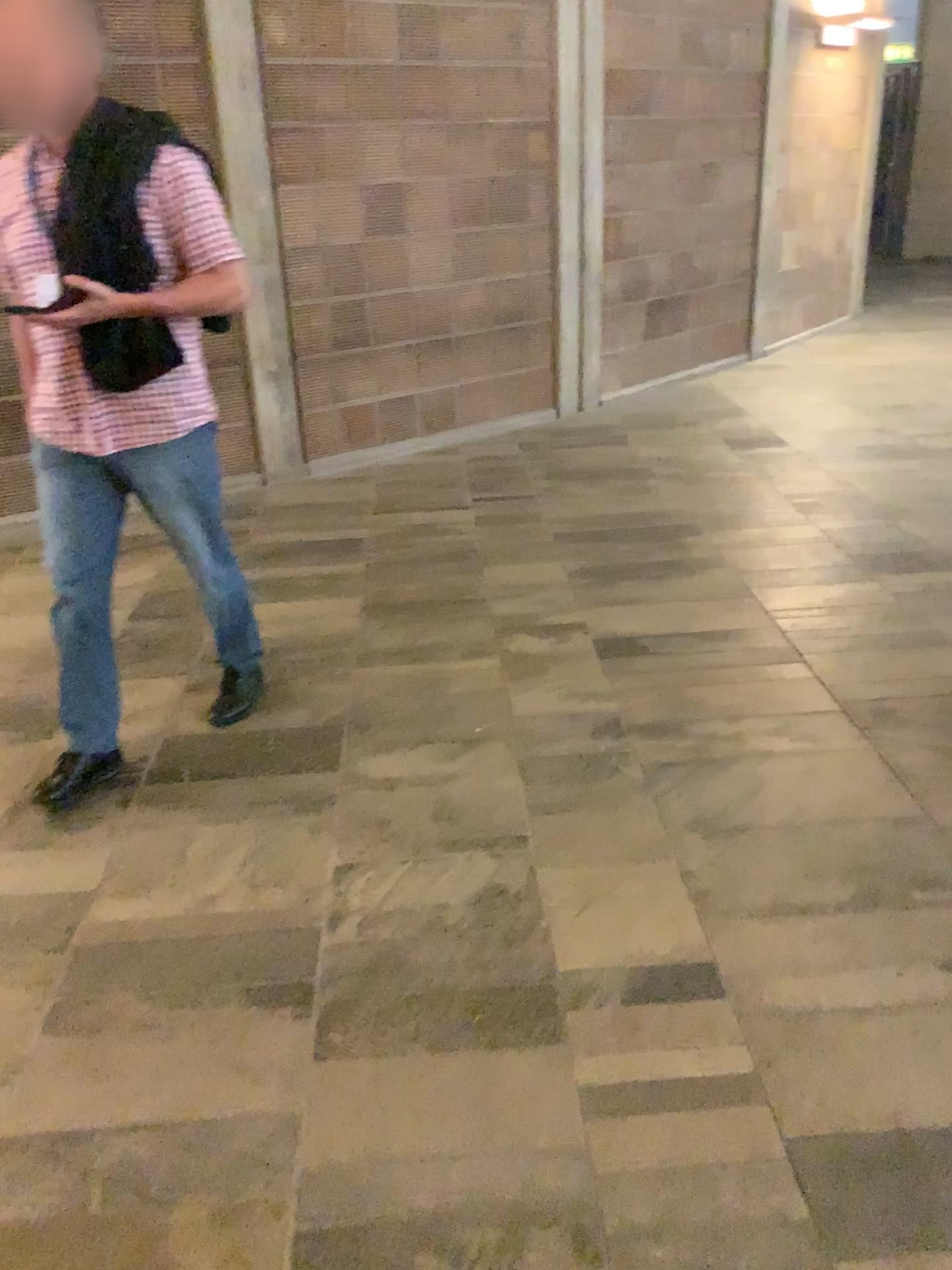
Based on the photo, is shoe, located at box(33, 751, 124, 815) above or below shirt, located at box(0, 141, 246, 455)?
below

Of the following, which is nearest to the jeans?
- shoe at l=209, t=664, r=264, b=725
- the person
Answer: the person

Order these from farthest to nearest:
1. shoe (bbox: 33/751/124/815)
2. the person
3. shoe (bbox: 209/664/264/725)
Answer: shoe (bbox: 209/664/264/725) → shoe (bbox: 33/751/124/815) → the person

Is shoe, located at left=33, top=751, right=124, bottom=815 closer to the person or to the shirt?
the person

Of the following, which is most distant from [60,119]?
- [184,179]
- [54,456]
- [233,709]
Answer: [233,709]

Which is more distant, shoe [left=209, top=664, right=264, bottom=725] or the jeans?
shoe [left=209, top=664, right=264, bottom=725]

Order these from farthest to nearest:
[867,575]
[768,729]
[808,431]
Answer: [808,431], [867,575], [768,729]

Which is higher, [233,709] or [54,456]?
[54,456]

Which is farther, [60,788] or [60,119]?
[60,788]

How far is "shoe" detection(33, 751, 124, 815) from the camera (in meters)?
2.62
